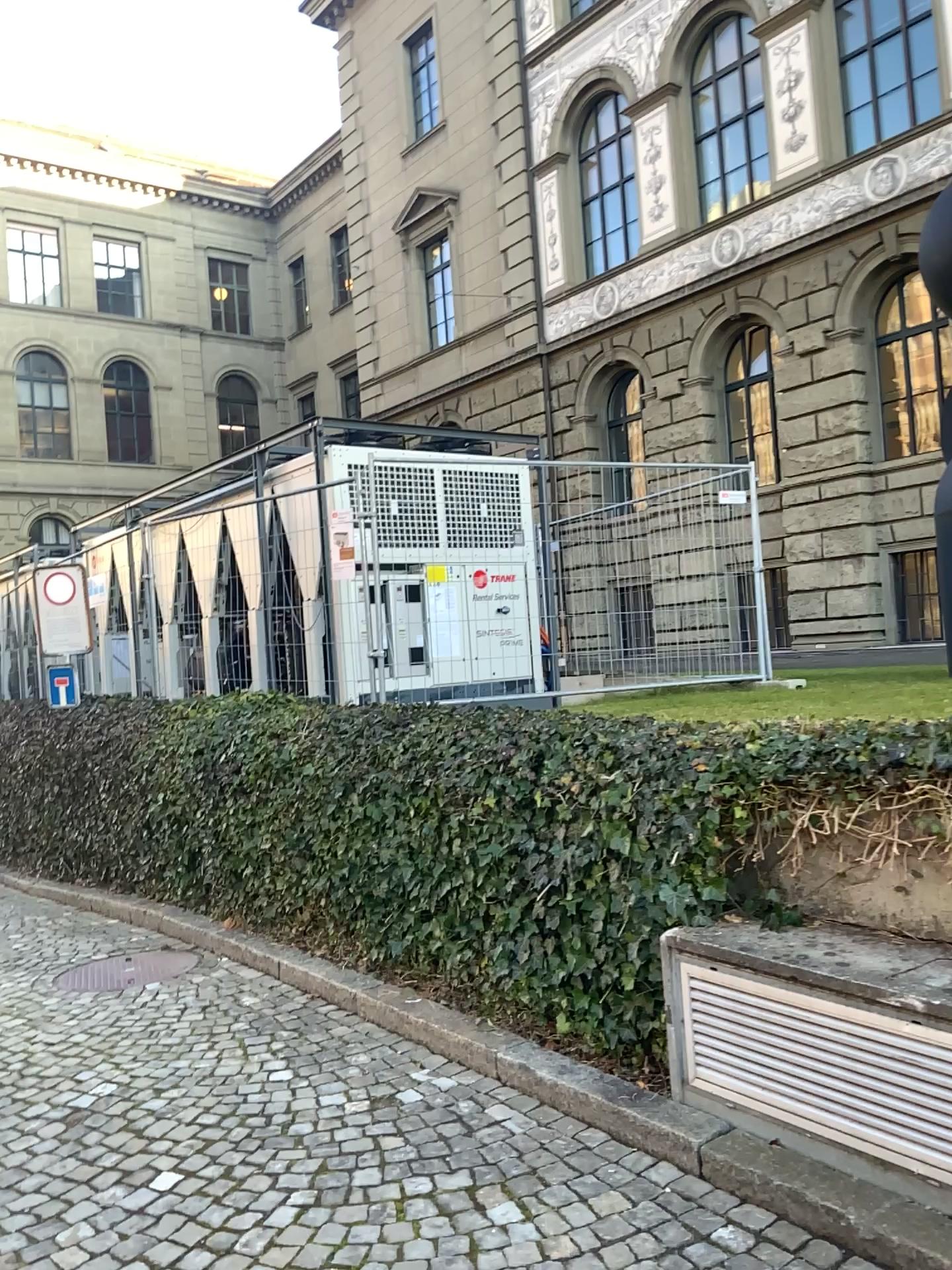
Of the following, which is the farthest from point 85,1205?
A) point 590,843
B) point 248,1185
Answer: point 590,843
